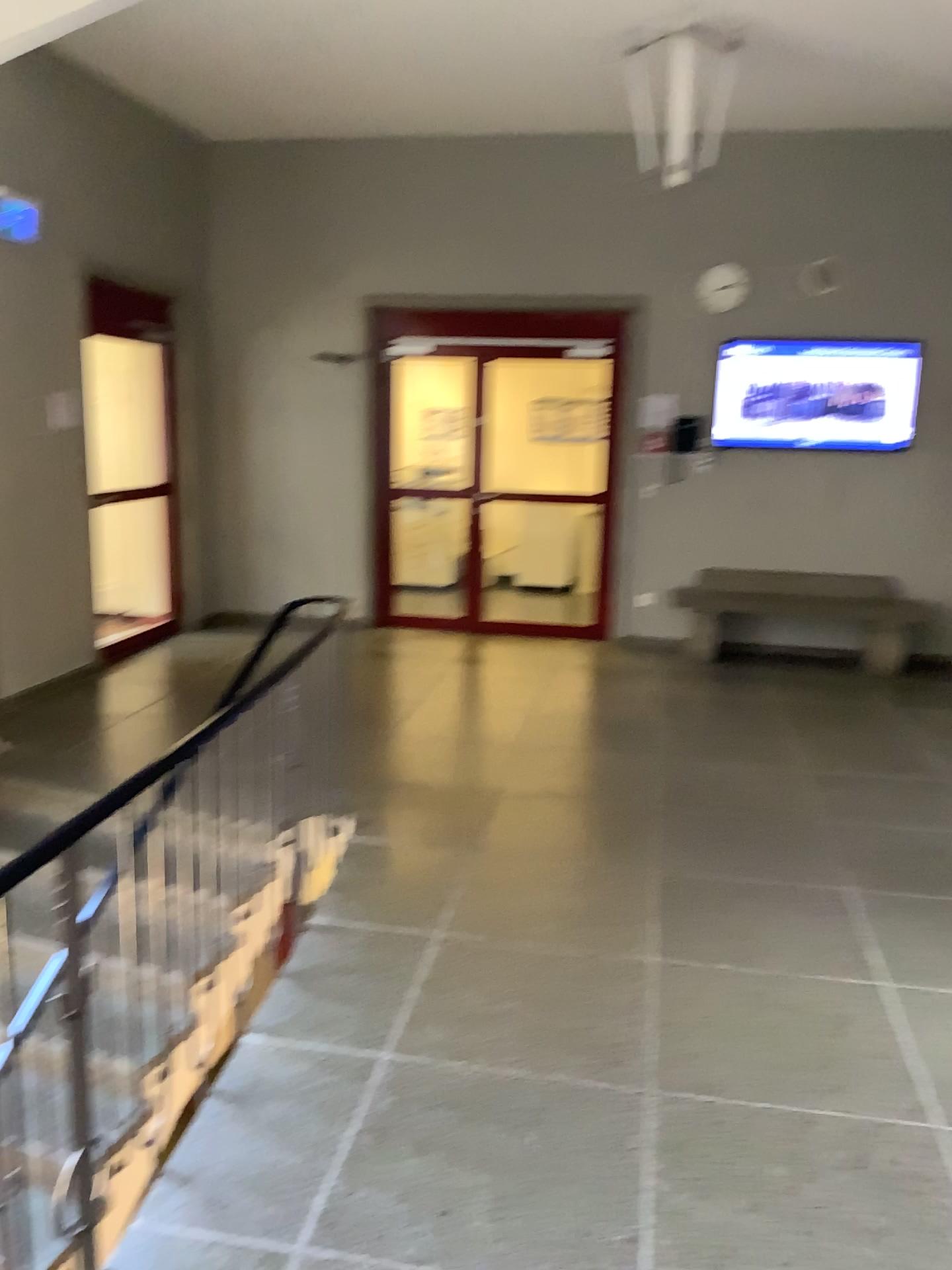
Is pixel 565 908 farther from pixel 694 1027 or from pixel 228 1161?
pixel 228 1161
